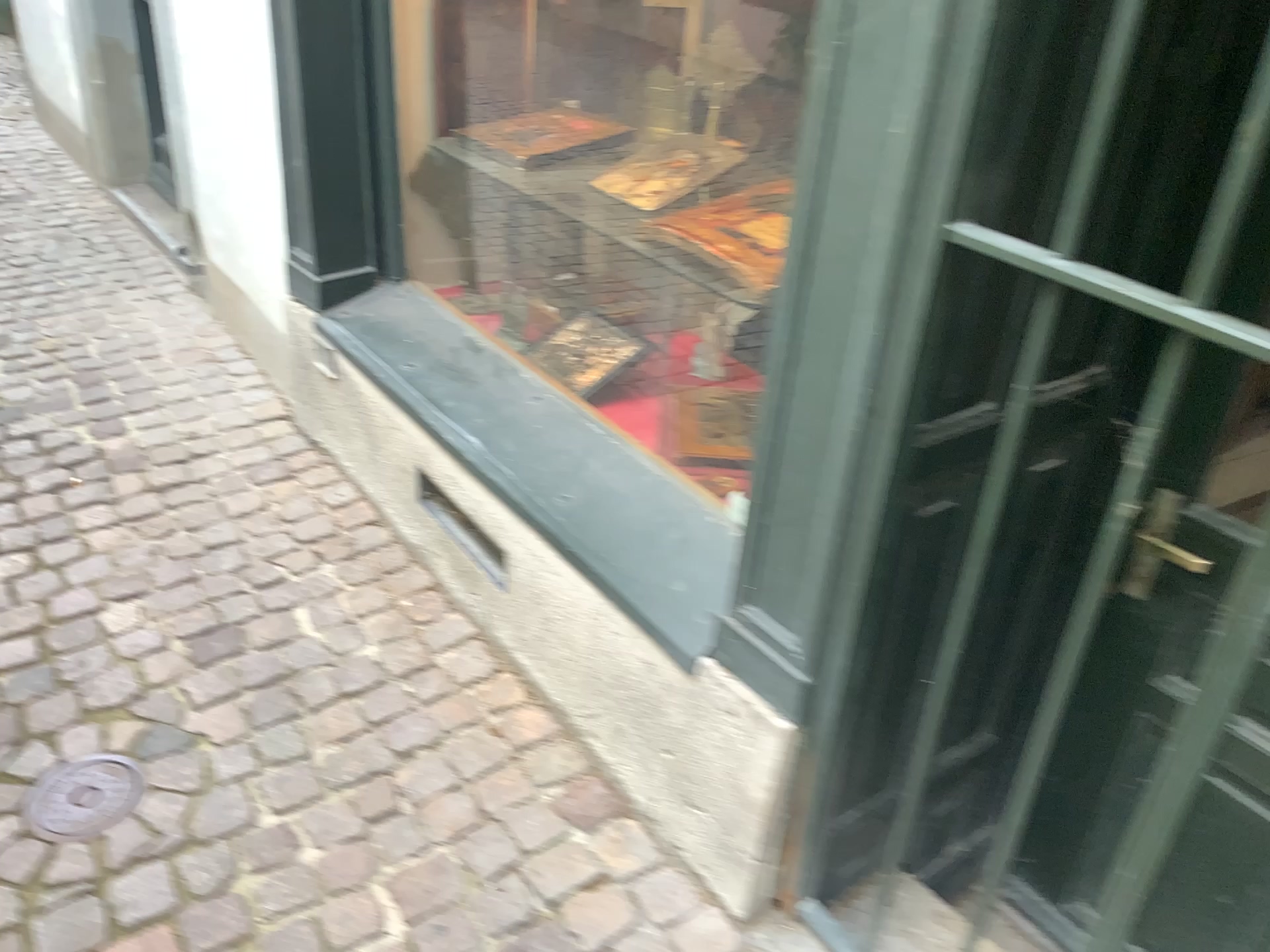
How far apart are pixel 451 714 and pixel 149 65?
3.1m

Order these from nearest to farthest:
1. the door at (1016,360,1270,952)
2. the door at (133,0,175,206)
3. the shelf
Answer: the door at (1016,360,1270,952)
the shelf
the door at (133,0,175,206)

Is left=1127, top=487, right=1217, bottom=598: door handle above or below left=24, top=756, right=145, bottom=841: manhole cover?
above

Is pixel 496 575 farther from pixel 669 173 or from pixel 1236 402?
pixel 1236 402

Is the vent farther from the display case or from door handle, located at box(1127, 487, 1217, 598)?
door handle, located at box(1127, 487, 1217, 598)

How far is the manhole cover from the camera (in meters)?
1.70

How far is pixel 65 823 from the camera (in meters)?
1.70

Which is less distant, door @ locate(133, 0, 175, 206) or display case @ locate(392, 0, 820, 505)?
display case @ locate(392, 0, 820, 505)

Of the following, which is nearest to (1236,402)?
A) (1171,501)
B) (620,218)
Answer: (1171,501)

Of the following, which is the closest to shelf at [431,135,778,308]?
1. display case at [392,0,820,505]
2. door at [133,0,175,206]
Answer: display case at [392,0,820,505]
